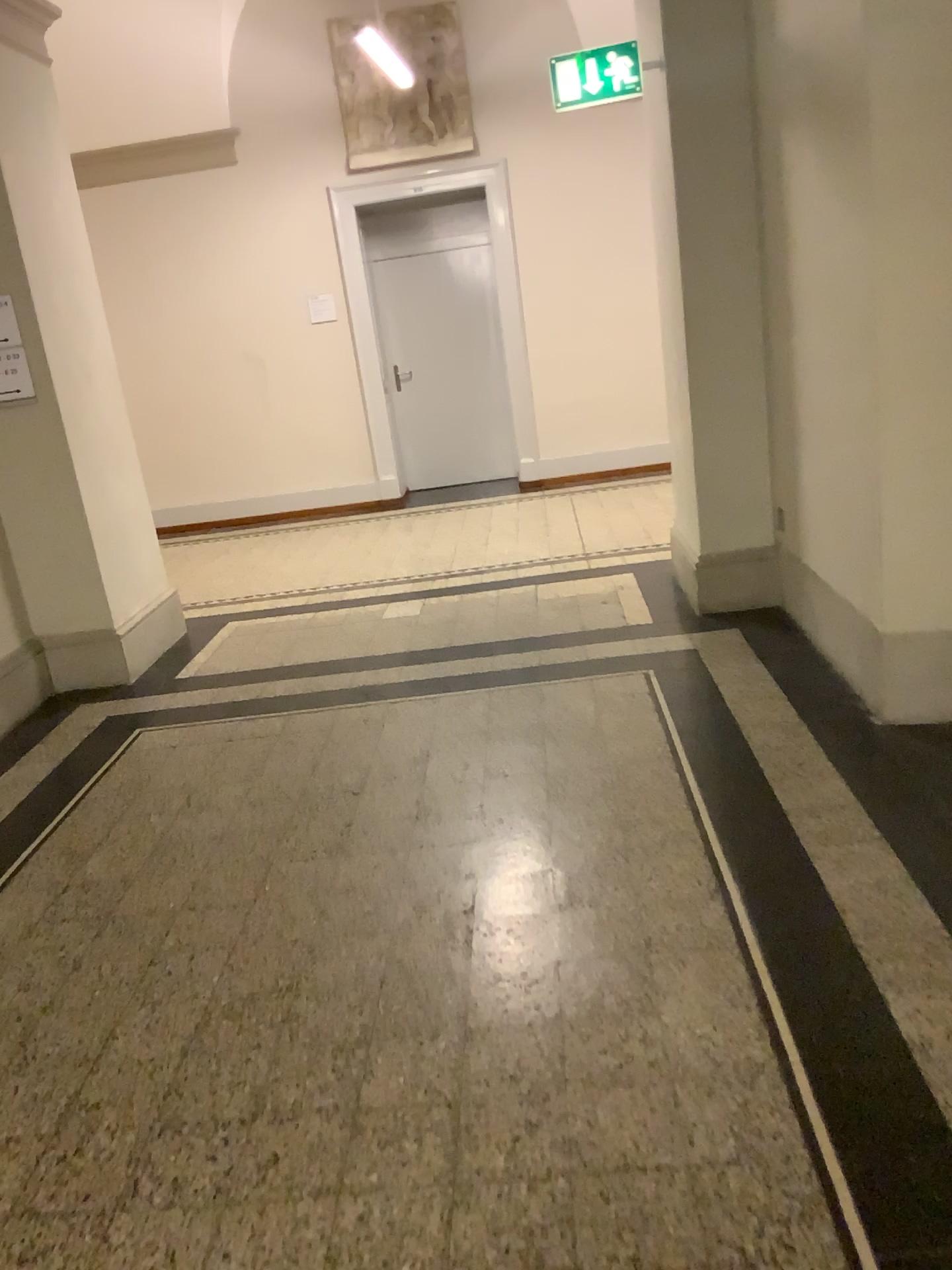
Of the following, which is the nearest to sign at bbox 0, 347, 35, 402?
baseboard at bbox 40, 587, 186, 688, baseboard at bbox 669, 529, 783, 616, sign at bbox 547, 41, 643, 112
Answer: baseboard at bbox 40, 587, 186, 688

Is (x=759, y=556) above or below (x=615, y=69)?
below

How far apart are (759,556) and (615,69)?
2.1m

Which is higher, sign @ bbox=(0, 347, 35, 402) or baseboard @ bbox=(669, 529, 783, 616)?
sign @ bbox=(0, 347, 35, 402)

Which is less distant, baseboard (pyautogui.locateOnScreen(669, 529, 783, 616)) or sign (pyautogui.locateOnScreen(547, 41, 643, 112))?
sign (pyautogui.locateOnScreen(547, 41, 643, 112))

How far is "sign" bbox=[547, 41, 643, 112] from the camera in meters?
4.3 m

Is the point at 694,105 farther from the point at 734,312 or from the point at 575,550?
the point at 575,550

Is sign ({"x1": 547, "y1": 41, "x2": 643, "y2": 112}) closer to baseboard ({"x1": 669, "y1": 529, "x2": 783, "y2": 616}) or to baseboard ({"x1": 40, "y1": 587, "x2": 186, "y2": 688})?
baseboard ({"x1": 669, "y1": 529, "x2": 783, "y2": 616})

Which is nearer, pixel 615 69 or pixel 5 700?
pixel 615 69

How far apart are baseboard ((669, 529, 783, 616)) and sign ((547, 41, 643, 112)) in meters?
2.0 m
